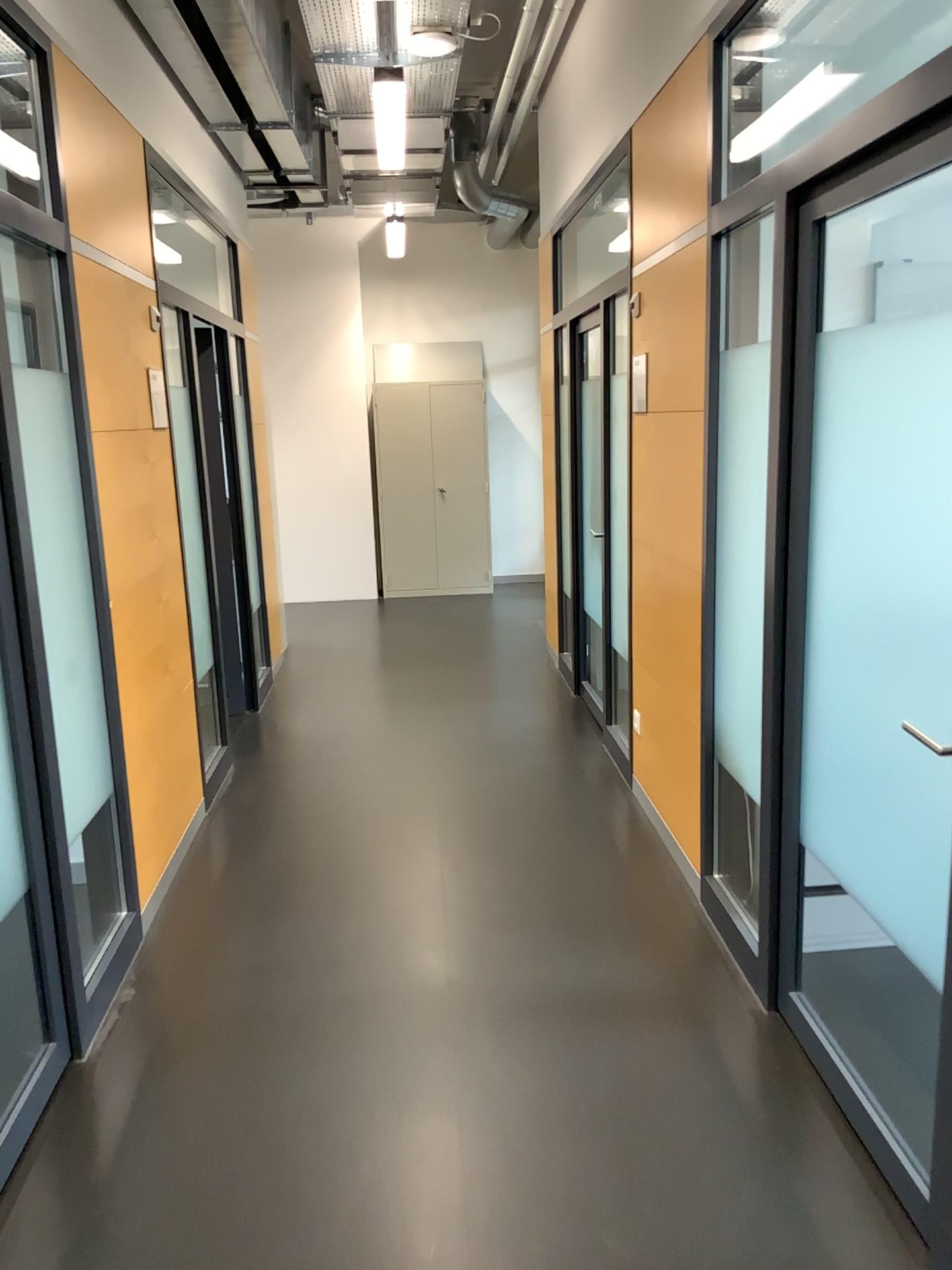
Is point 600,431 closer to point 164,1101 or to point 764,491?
point 764,491
